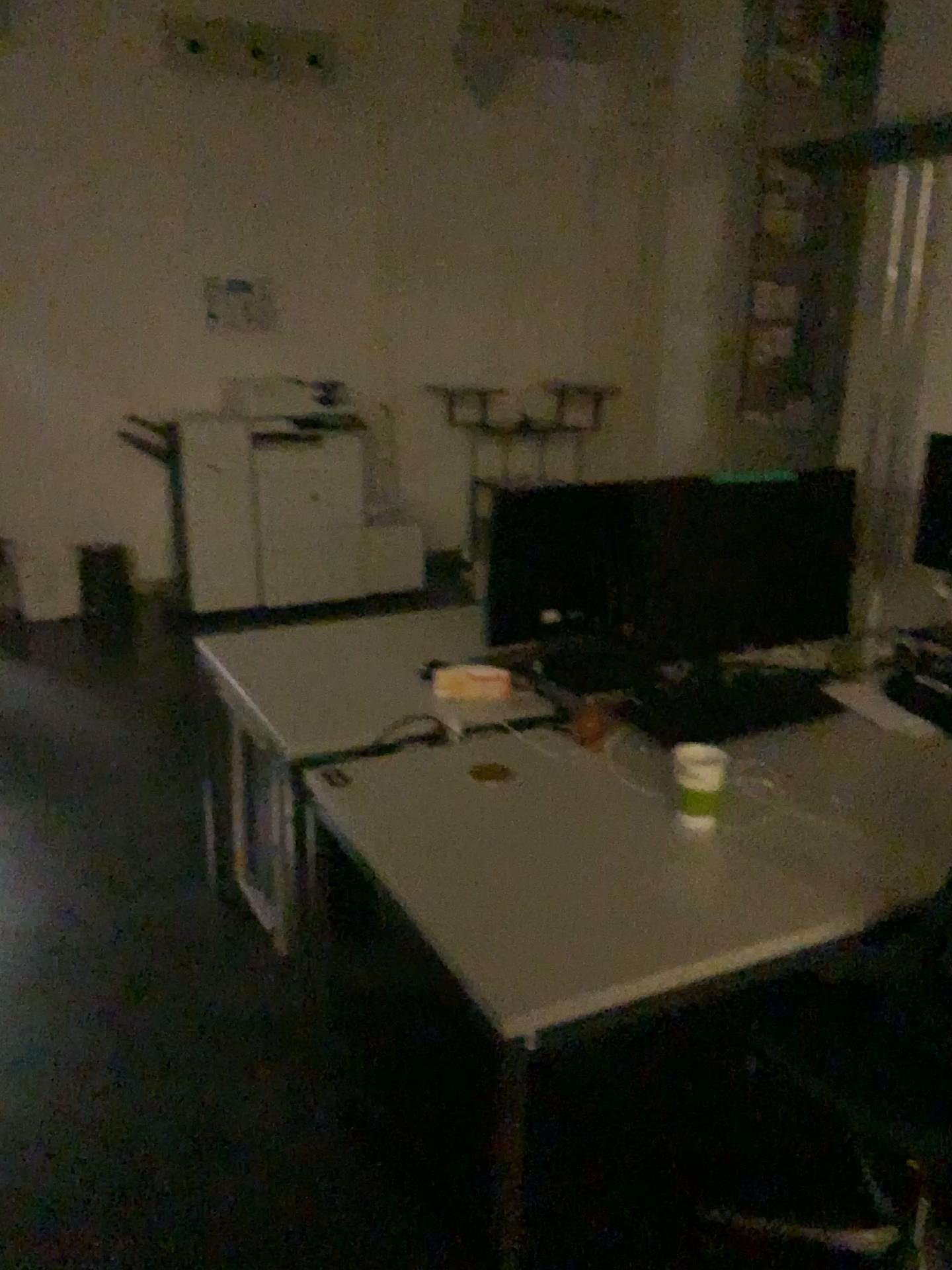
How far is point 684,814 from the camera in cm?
179

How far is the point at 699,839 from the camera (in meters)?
1.72

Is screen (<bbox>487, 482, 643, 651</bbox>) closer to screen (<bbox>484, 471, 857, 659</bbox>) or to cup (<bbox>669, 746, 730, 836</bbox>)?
screen (<bbox>484, 471, 857, 659</bbox>)

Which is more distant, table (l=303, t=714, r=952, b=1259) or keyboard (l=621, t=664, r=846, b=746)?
keyboard (l=621, t=664, r=846, b=746)

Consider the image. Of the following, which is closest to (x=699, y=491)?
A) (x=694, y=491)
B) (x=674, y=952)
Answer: (x=694, y=491)

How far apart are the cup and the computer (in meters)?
0.32

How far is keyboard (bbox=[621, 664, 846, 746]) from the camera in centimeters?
220cm

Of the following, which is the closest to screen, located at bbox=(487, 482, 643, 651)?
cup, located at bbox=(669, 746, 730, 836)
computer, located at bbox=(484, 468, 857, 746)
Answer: computer, located at bbox=(484, 468, 857, 746)

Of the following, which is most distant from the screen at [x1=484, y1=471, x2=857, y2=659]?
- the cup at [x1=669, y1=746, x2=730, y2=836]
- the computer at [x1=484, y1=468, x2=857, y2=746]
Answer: the cup at [x1=669, y1=746, x2=730, y2=836]

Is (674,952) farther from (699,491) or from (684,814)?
(699,491)
